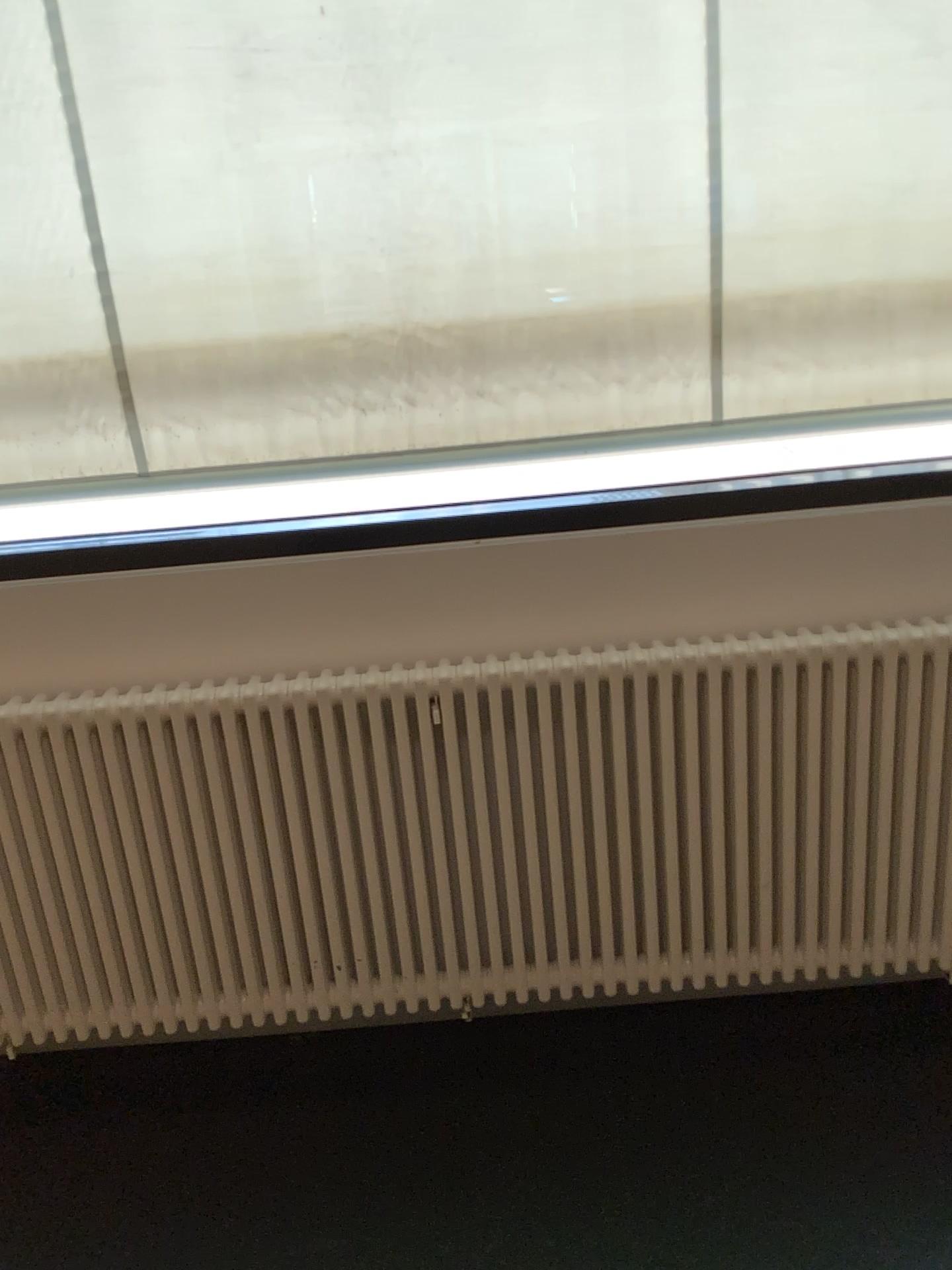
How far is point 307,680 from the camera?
2.0m

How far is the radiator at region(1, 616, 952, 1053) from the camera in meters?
2.0

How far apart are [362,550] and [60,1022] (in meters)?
1.18
